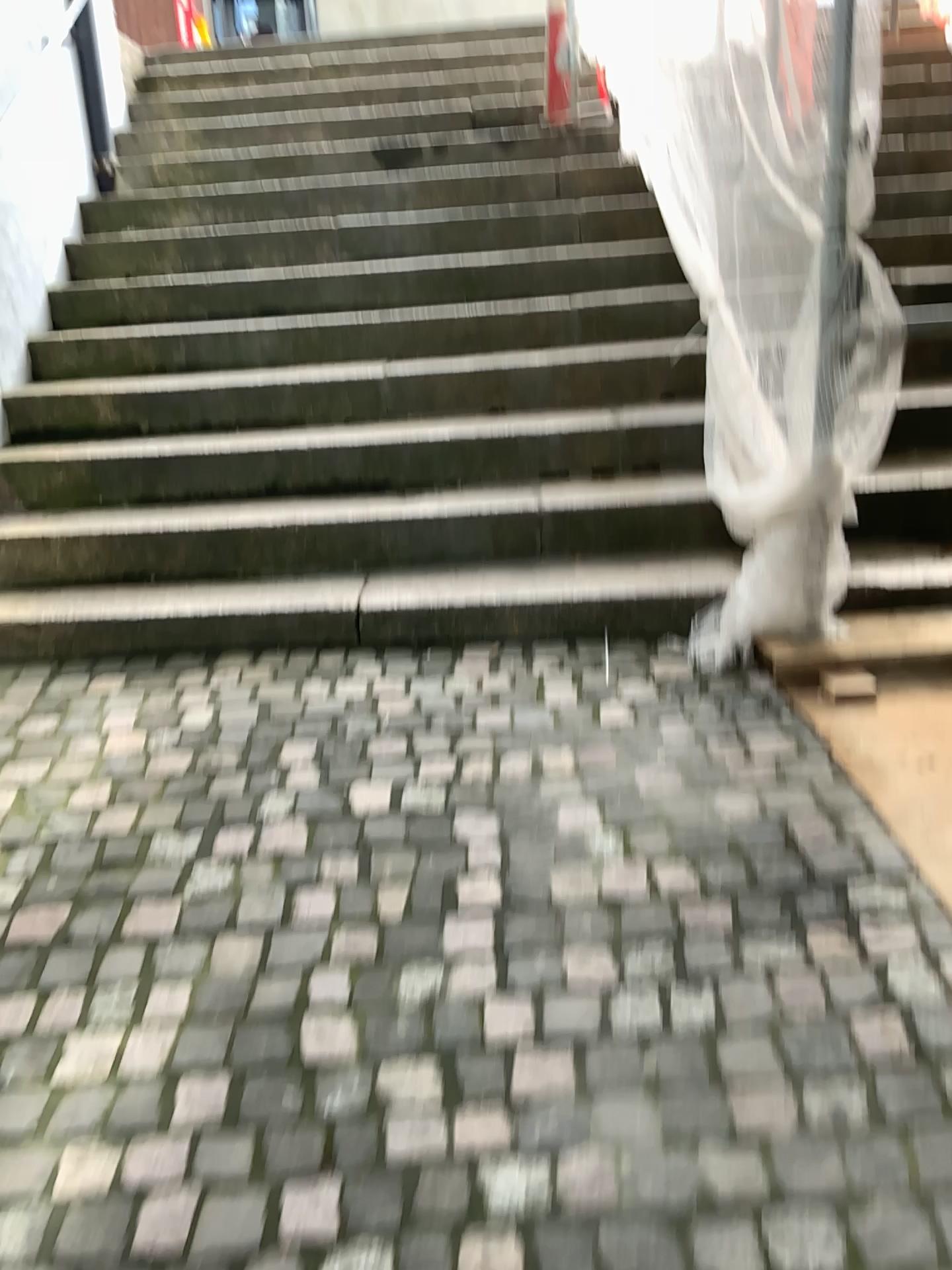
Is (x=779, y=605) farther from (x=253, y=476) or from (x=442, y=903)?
(x=253, y=476)
